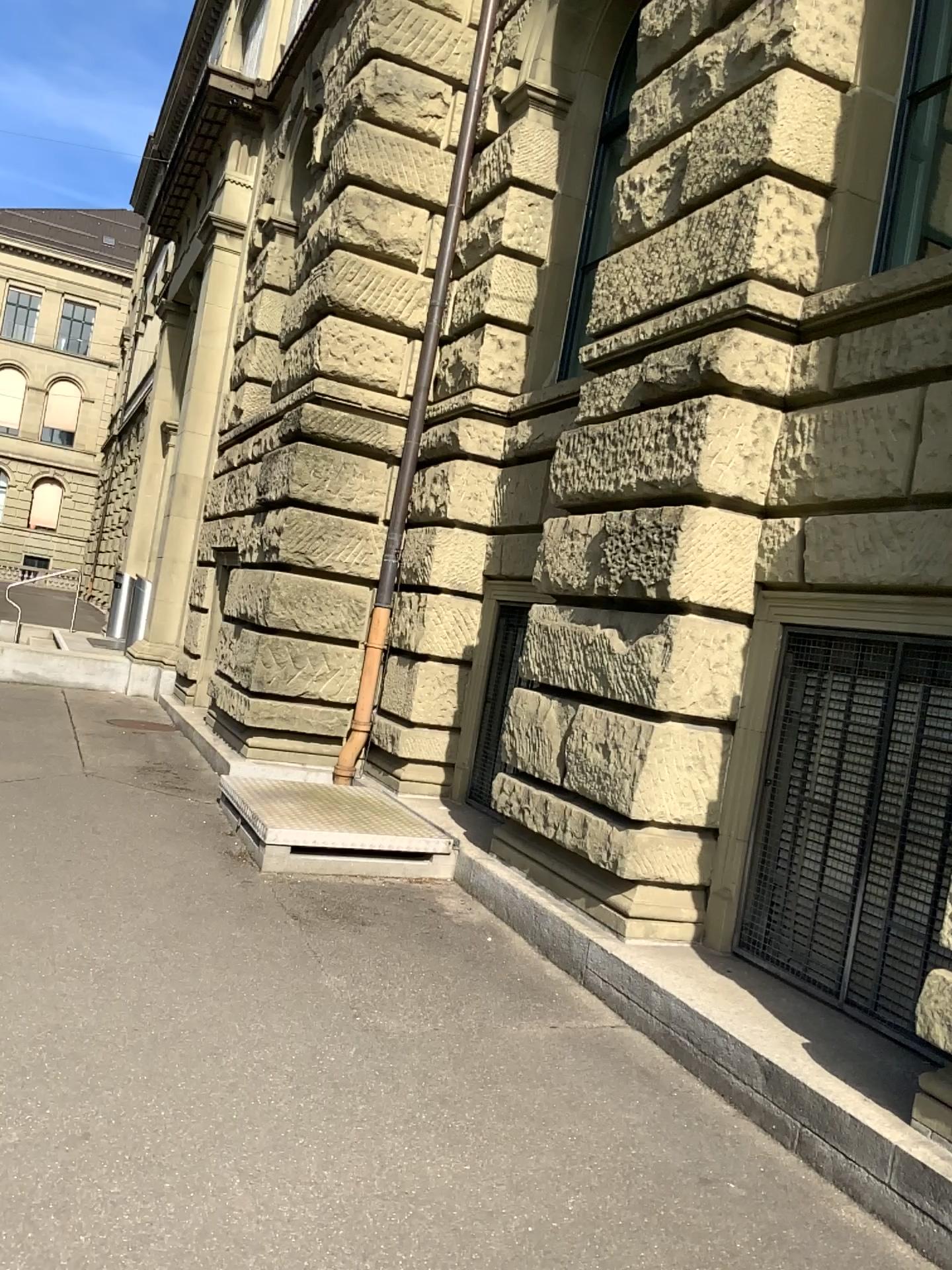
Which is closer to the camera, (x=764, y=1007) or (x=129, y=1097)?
(x=129, y=1097)
